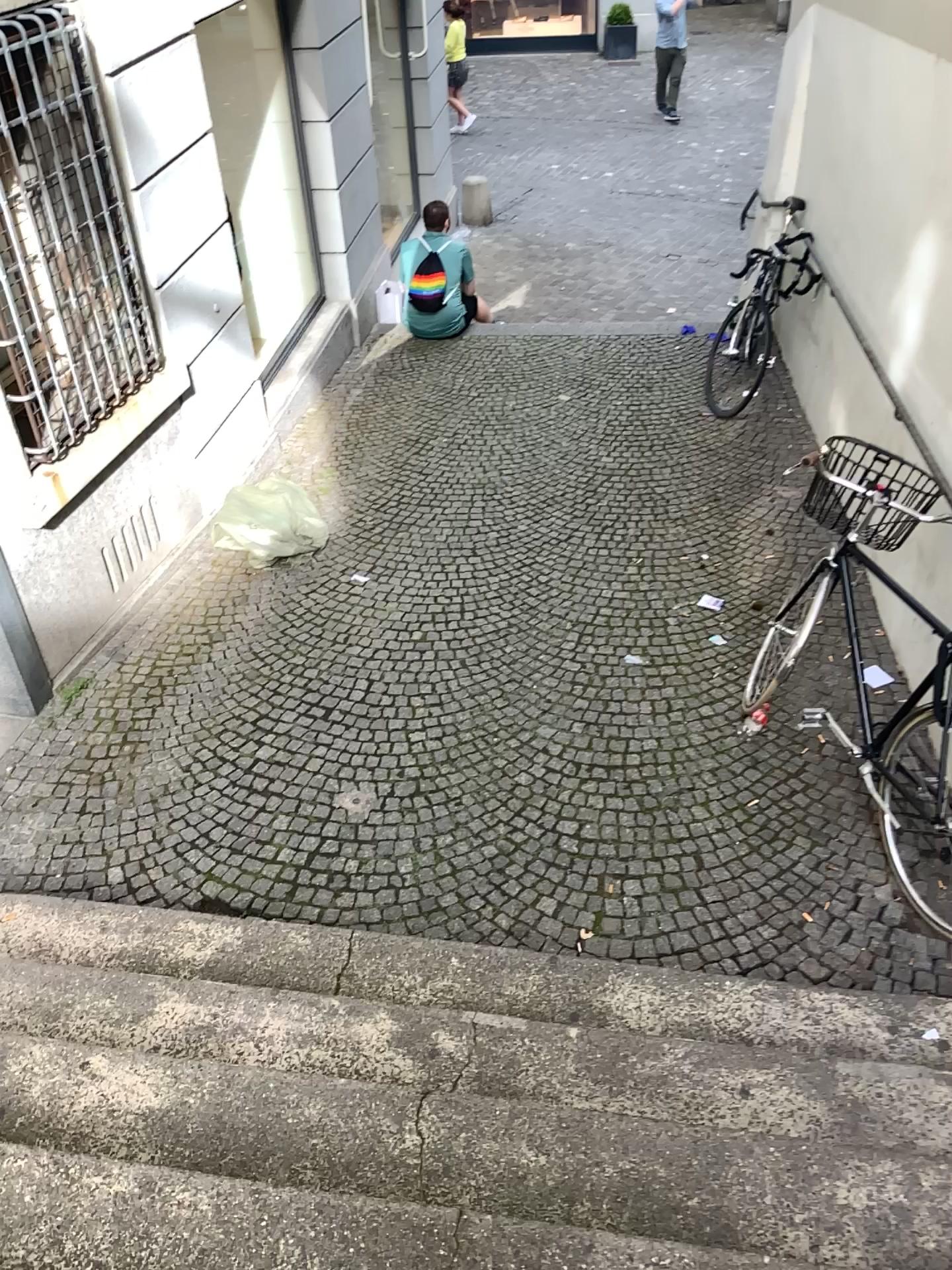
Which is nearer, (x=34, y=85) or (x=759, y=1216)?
(x=759, y=1216)

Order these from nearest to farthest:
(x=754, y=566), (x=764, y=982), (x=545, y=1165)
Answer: (x=545, y=1165) < (x=764, y=982) < (x=754, y=566)

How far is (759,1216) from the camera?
2.0m

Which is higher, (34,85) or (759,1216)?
(34,85)

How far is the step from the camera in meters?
2.0

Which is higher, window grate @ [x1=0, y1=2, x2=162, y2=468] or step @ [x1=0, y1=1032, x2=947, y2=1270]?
window grate @ [x1=0, y1=2, x2=162, y2=468]

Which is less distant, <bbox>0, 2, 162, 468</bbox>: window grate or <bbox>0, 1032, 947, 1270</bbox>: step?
<bbox>0, 1032, 947, 1270</bbox>: step
